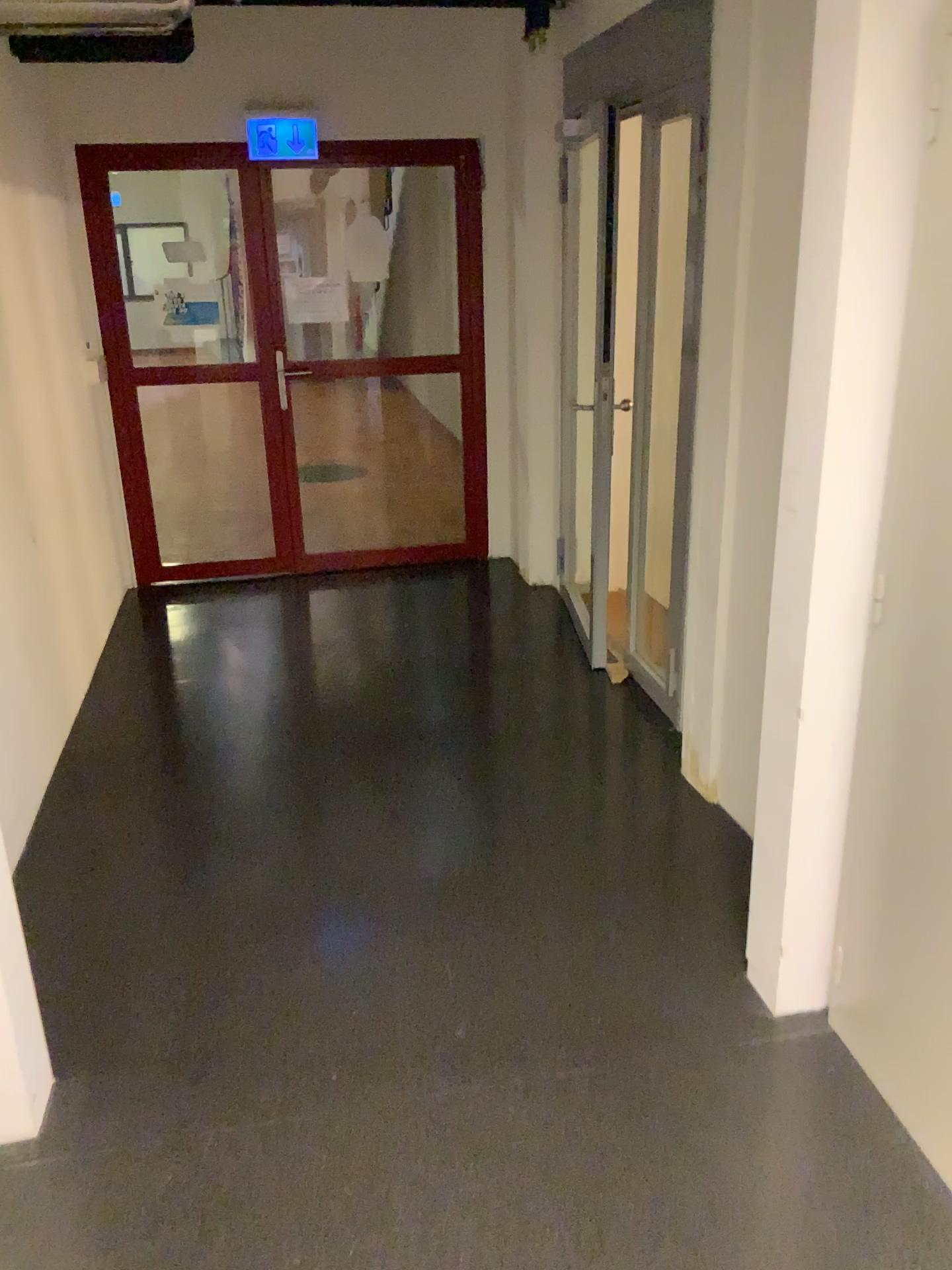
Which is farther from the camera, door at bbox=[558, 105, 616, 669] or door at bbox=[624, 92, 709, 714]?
door at bbox=[558, 105, 616, 669]

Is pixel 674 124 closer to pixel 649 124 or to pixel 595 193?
pixel 649 124

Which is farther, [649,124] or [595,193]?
[595,193]

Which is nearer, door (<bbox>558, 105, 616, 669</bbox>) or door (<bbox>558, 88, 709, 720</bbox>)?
door (<bbox>558, 88, 709, 720</bbox>)

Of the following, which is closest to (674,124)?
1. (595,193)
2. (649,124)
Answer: (649,124)

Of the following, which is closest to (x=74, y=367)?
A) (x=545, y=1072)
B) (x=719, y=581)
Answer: (x=719, y=581)
